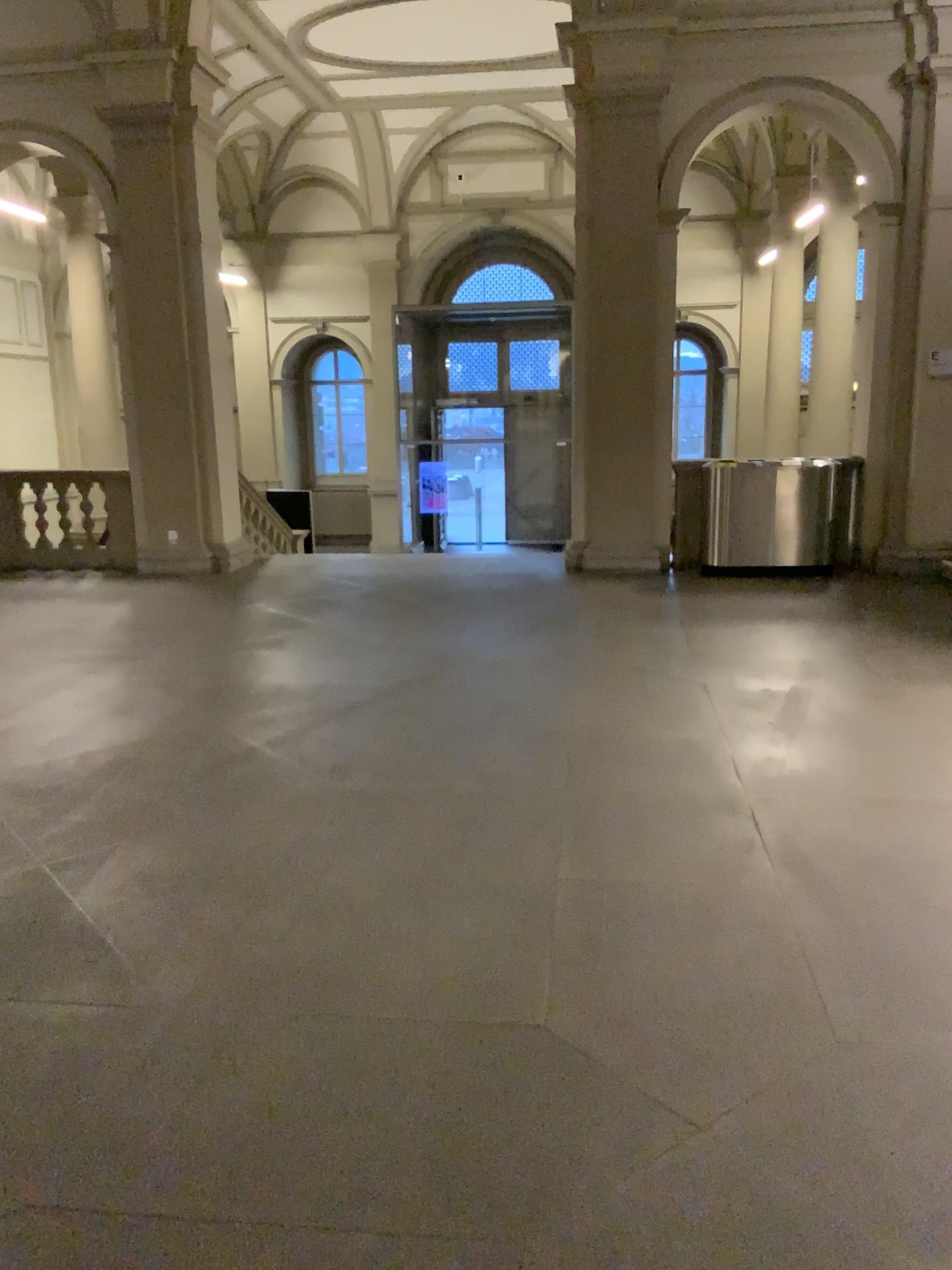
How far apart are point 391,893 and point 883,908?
1.5 meters
